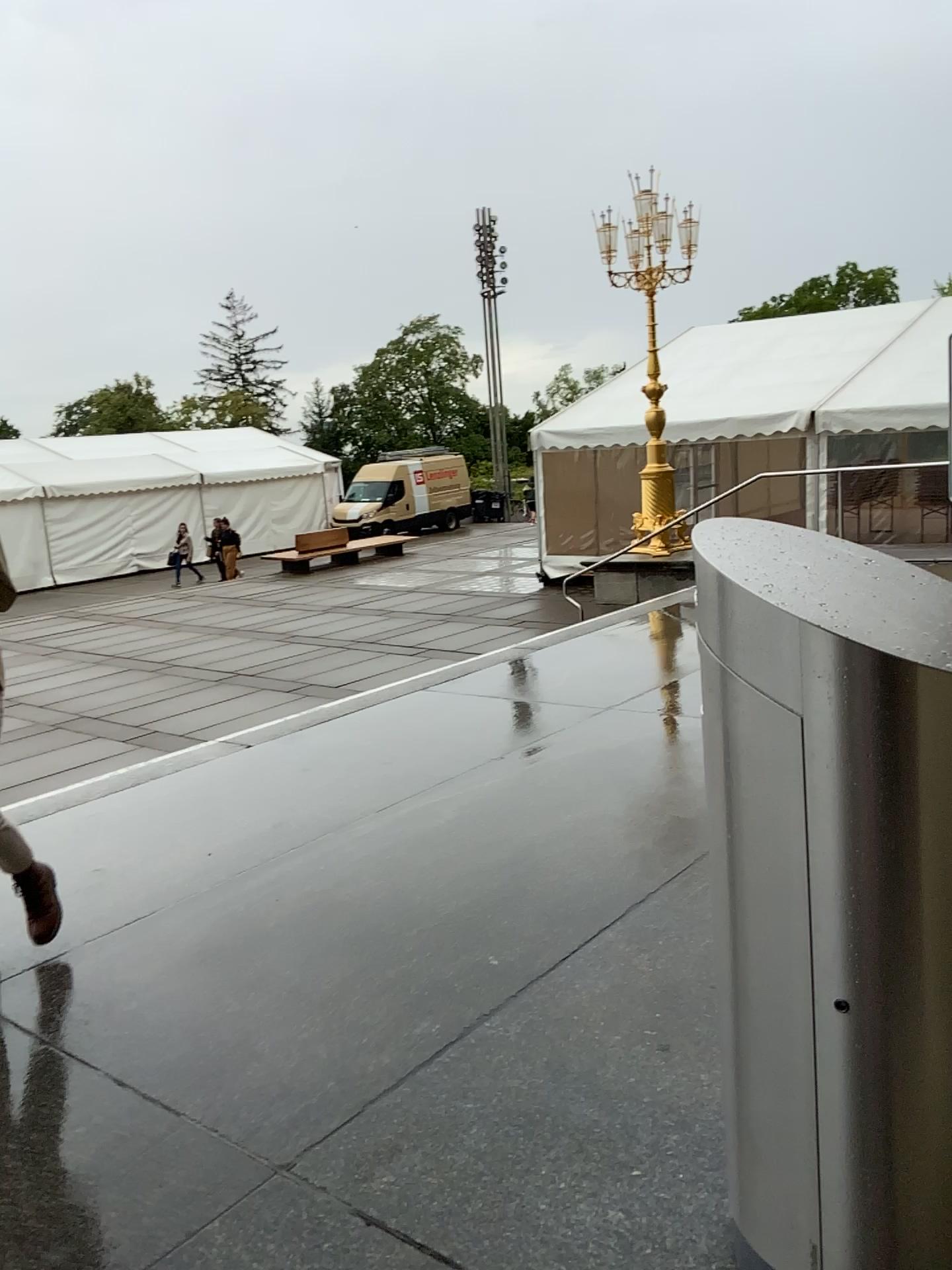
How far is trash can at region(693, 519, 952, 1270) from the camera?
1.4 meters

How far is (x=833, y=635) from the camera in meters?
1.4 m

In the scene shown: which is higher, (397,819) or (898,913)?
(898,913)
